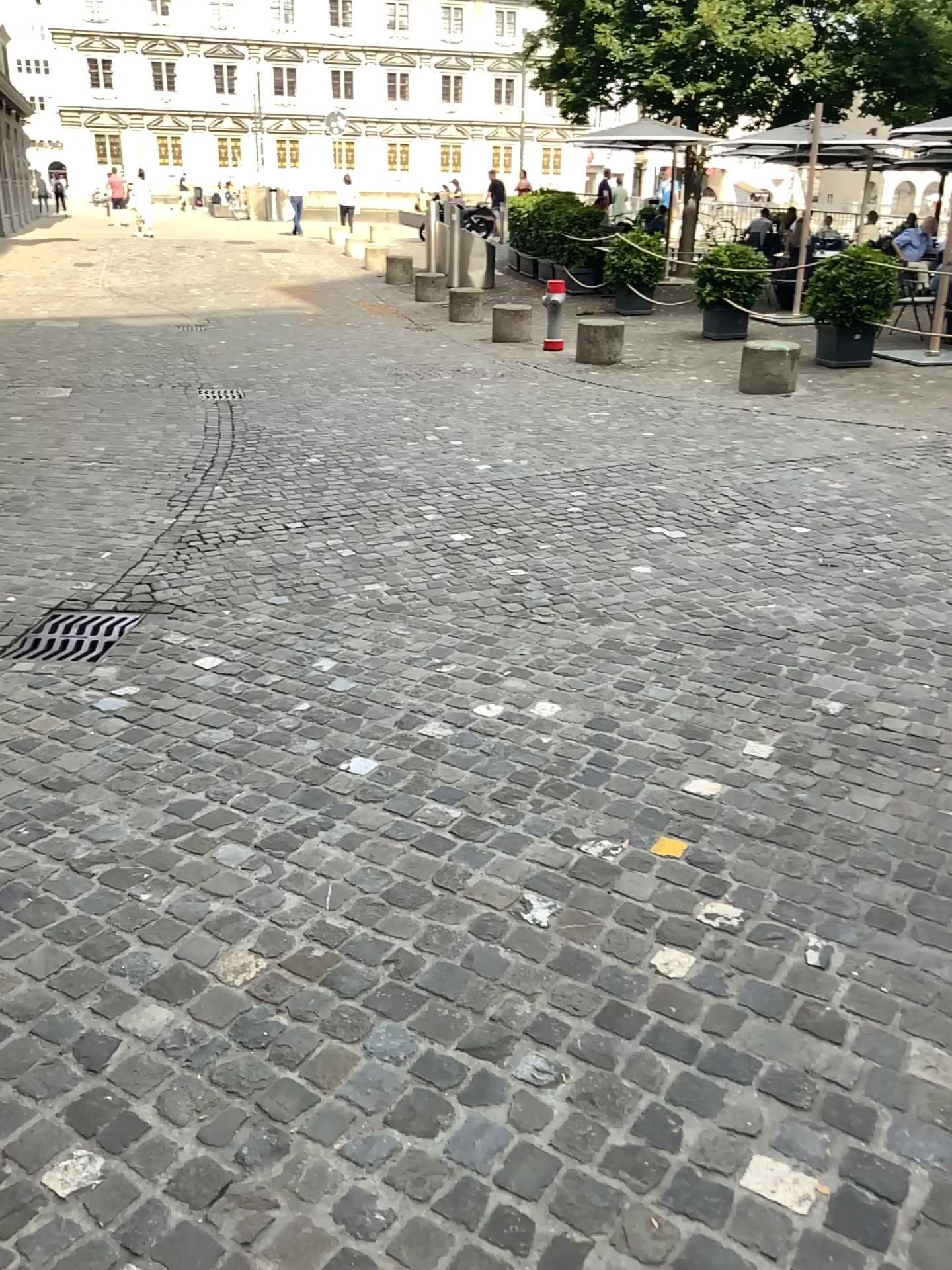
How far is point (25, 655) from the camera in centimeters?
398cm

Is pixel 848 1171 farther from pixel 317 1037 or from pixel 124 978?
pixel 124 978

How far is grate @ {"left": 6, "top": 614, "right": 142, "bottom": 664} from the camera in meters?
4.0
